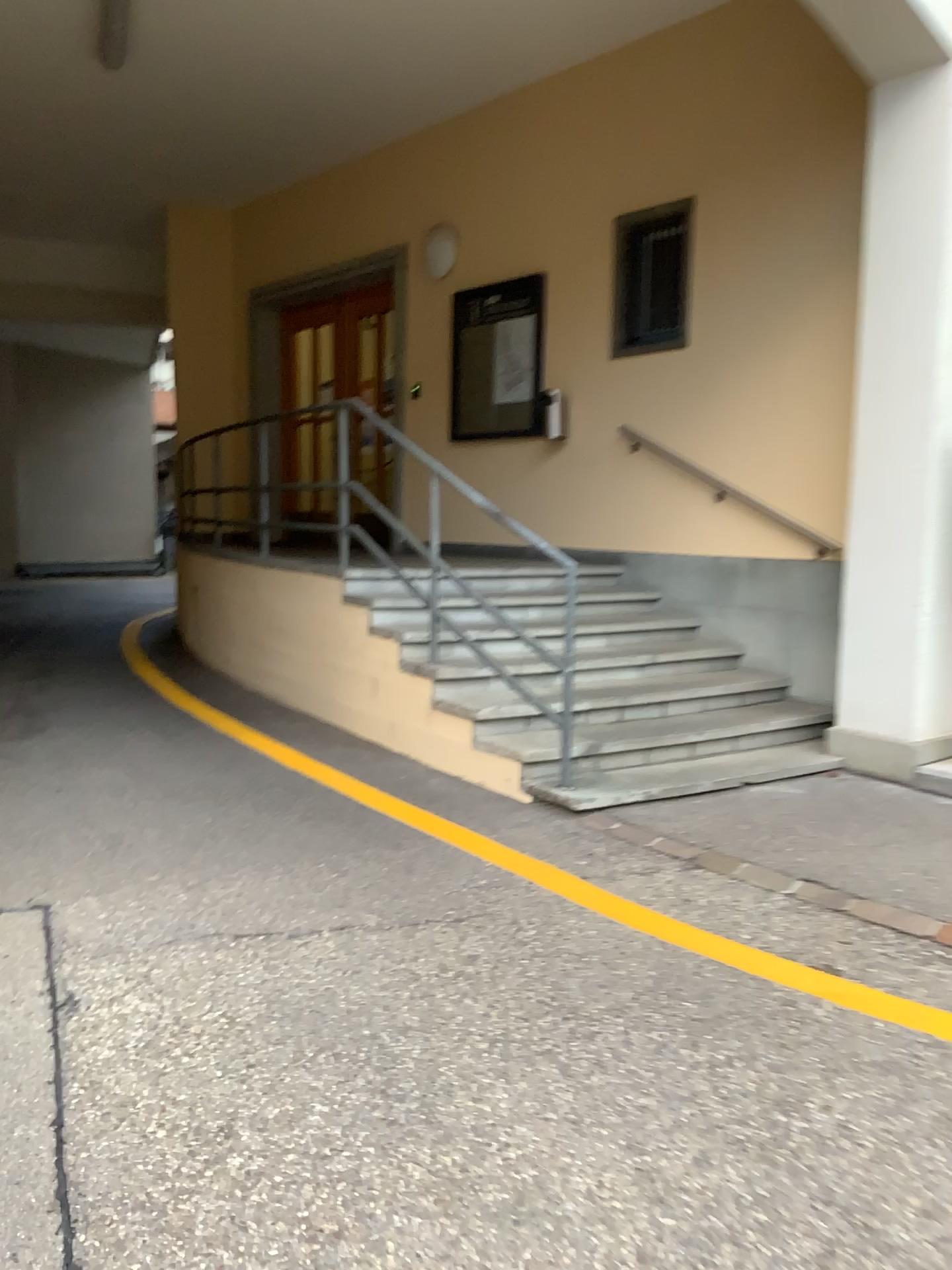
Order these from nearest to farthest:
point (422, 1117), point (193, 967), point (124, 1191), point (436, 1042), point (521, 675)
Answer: point (124, 1191), point (422, 1117), point (436, 1042), point (193, 967), point (521, 675)
